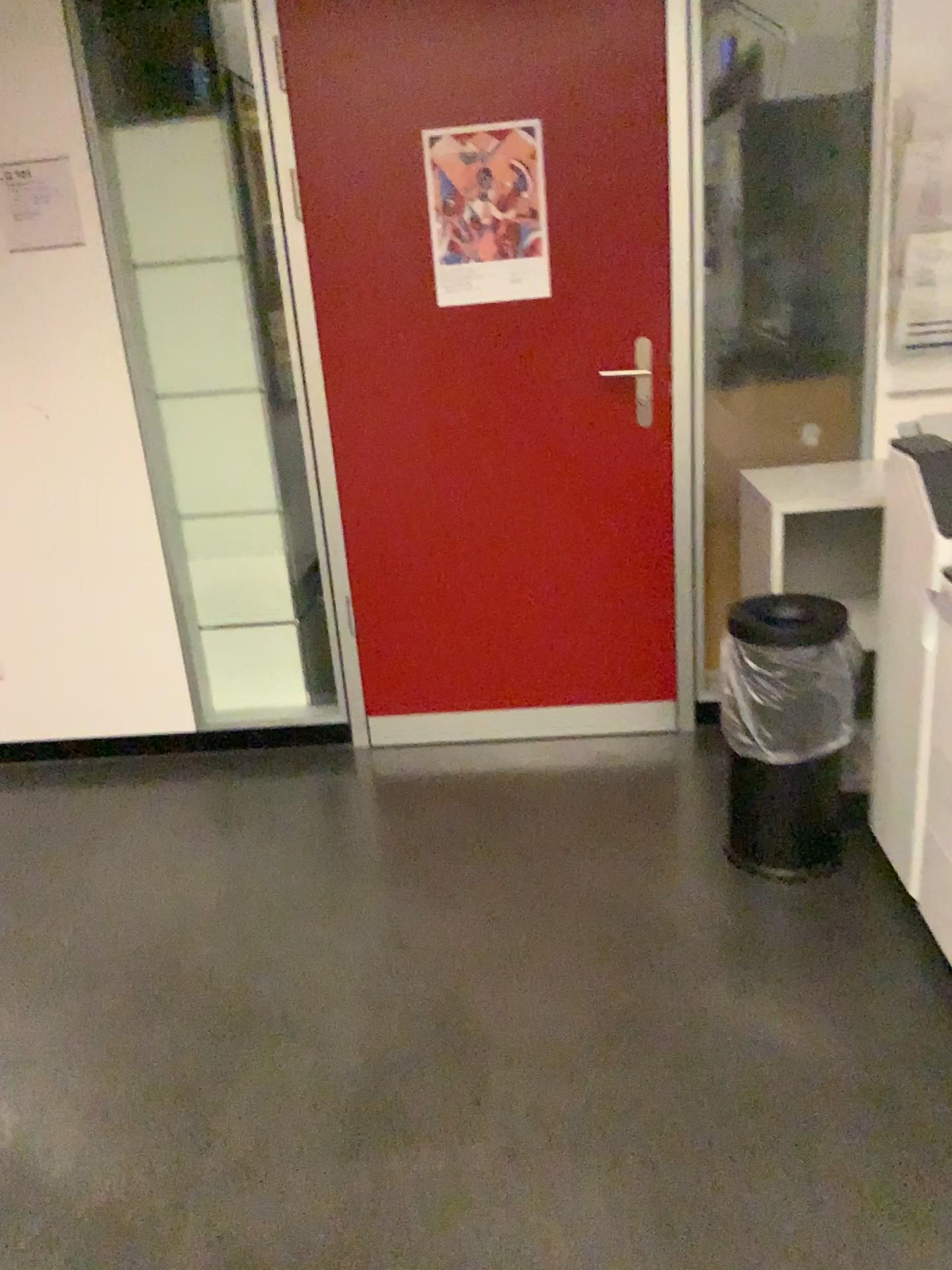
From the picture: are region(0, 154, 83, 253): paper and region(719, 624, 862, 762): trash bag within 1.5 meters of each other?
no

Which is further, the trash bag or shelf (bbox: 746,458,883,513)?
shelf (bbox: 746,458,883,513)

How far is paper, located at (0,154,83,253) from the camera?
2.8m

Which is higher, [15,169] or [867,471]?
[15,169]

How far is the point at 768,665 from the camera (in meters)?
2.22

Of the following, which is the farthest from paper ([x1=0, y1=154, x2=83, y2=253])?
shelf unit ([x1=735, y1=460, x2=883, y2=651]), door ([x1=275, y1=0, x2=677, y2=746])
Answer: shelf unit ([x1=735, y1=460, x2=883, y2=651])

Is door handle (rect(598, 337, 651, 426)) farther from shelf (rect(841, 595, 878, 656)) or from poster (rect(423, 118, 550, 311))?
shelf (rect(841, 595, 878, 656))

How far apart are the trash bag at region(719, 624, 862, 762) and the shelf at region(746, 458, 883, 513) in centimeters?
37cm

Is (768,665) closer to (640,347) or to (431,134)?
(640,347)

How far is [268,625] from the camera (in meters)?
3.23
